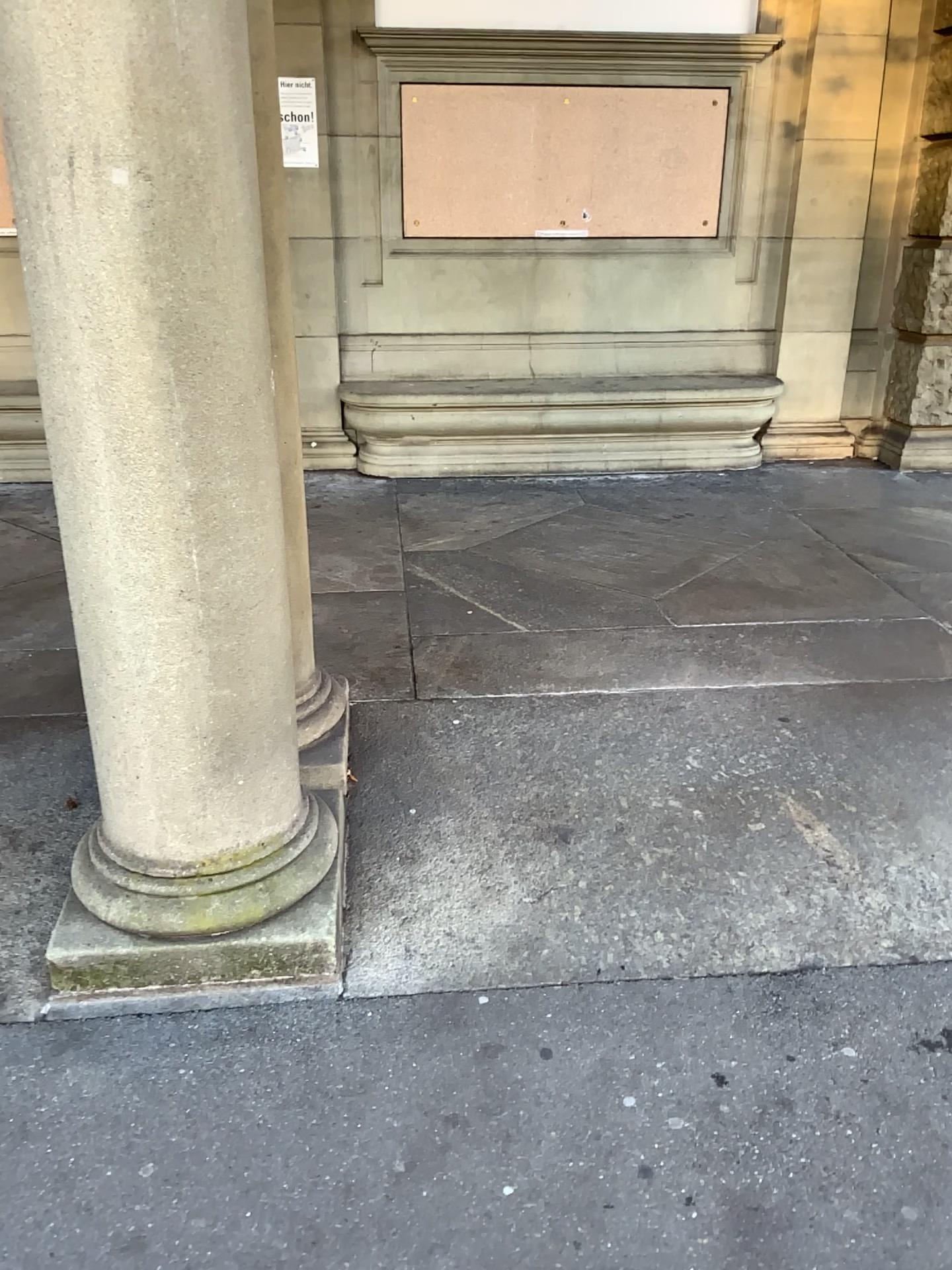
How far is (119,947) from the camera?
2.1 meters

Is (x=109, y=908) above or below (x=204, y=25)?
below

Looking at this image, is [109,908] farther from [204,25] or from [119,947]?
[204,25]

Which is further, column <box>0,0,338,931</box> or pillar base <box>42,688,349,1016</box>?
pillar base <box>42,688,349,1016</box>

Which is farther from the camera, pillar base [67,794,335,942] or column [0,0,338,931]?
pillar base [67,794,335,942]

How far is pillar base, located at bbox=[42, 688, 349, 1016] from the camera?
2.10m

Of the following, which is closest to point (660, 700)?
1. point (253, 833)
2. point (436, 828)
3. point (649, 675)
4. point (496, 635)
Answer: point (649, 675)
